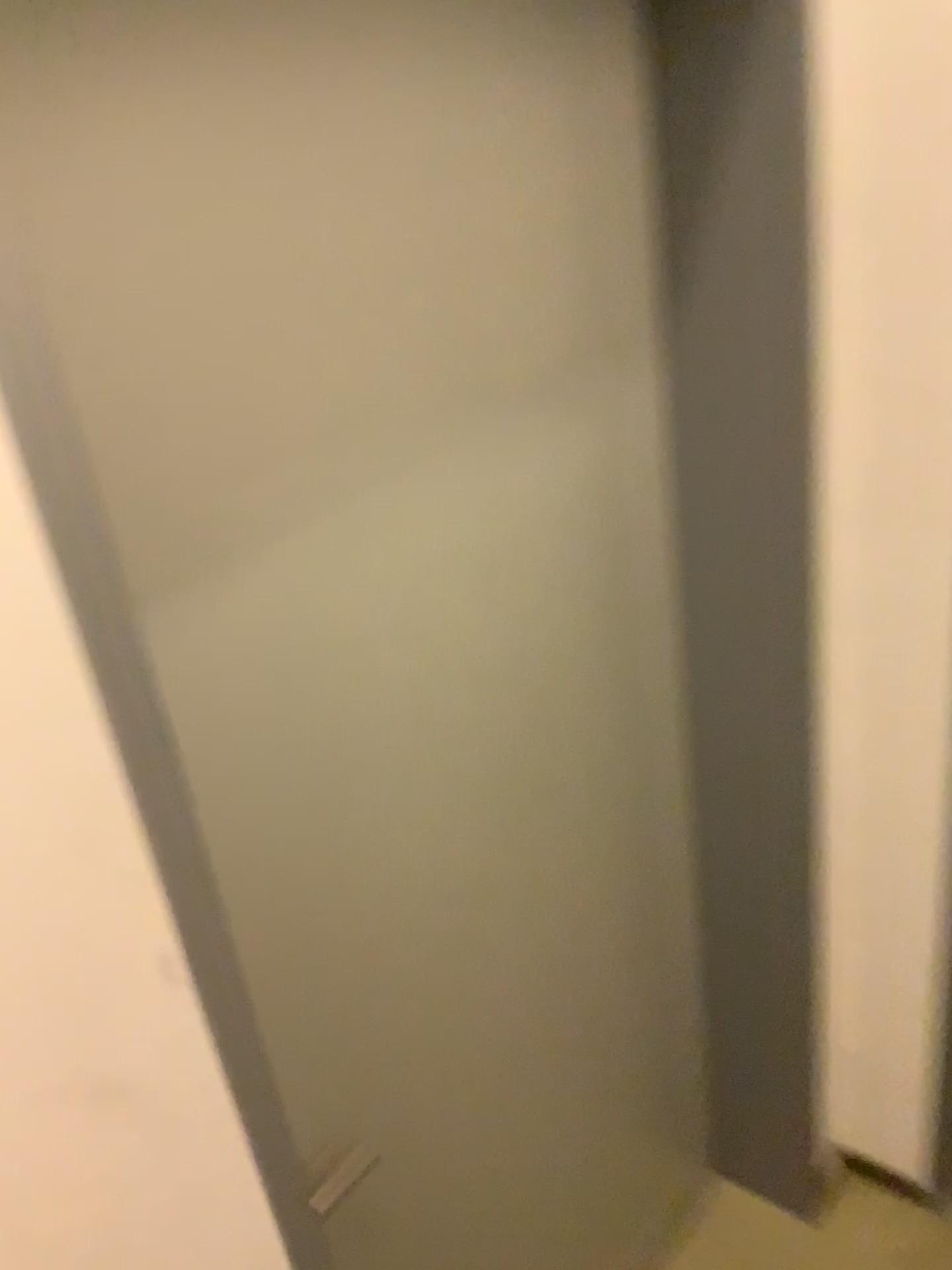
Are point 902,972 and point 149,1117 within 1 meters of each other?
no
